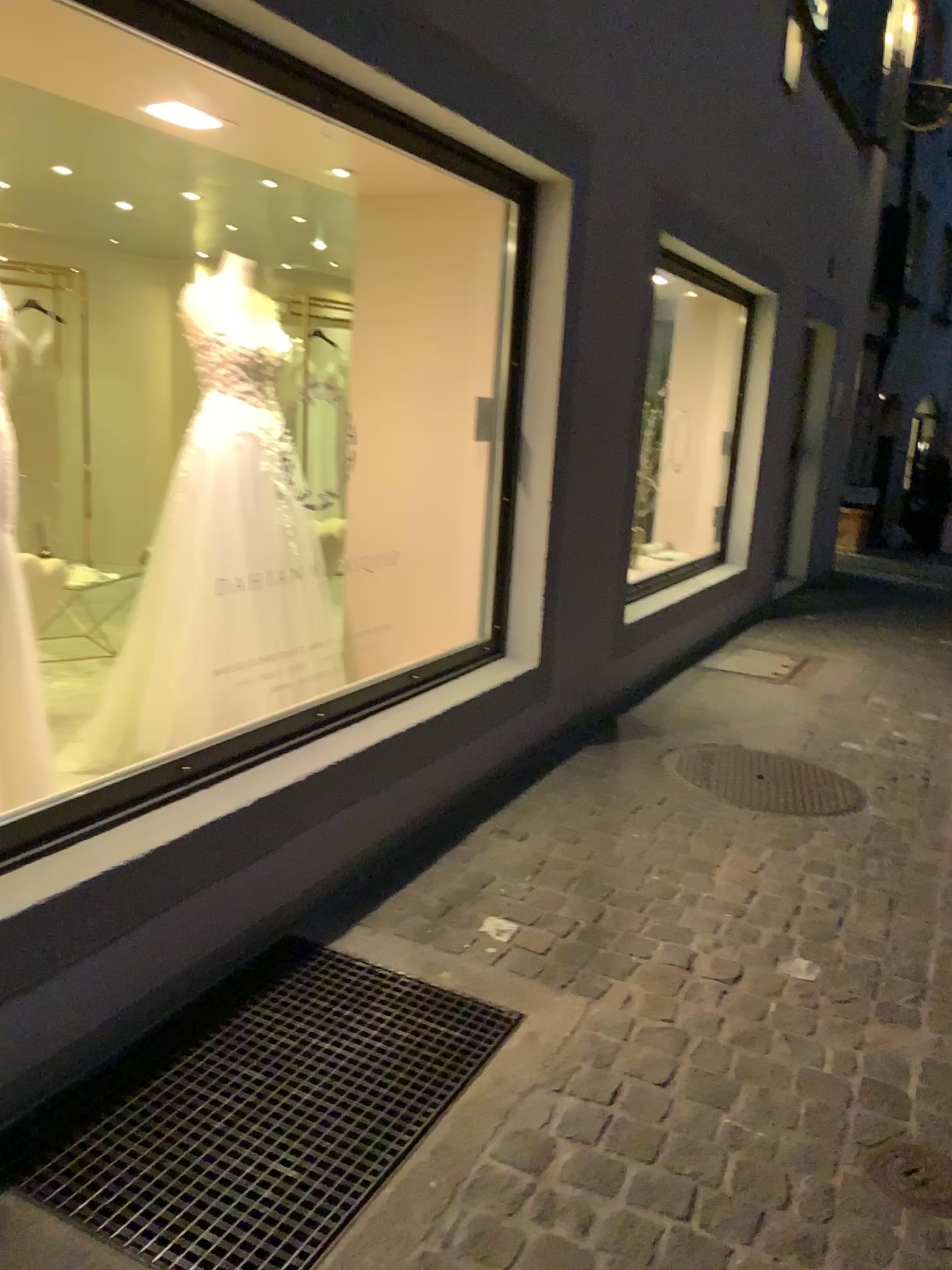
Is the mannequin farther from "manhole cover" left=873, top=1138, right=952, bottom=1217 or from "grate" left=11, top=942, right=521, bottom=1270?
"manhole cover" left=873, top=1138, right=952, bottom=1217

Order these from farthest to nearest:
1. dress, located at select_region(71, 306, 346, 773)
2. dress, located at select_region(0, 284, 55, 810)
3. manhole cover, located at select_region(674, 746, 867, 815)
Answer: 1. manhole cover, located at select_region(674, 746, 867, 815)
2. dress, located at select_region(71, 306, 346, 773)
3. dress, located at select_region(0, 284, 55, 810)

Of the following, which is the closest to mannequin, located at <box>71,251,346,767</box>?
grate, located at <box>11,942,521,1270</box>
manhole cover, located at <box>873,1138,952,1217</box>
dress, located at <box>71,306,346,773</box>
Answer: dress, located at <box>71,306,346,773</box>

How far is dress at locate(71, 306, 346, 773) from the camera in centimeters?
339cm

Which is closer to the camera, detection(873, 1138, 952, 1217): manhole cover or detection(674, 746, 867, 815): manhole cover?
detection(873, 1138, 952, 1217): manhole cover

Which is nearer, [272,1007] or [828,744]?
[272,1007]

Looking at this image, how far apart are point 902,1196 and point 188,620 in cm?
249

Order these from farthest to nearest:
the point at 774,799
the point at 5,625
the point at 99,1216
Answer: the point at 774,799 → the point at 5,625 → the point at 99,1216

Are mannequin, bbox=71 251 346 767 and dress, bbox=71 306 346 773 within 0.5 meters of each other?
yes

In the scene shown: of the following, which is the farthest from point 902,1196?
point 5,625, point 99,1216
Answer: point 5,625
